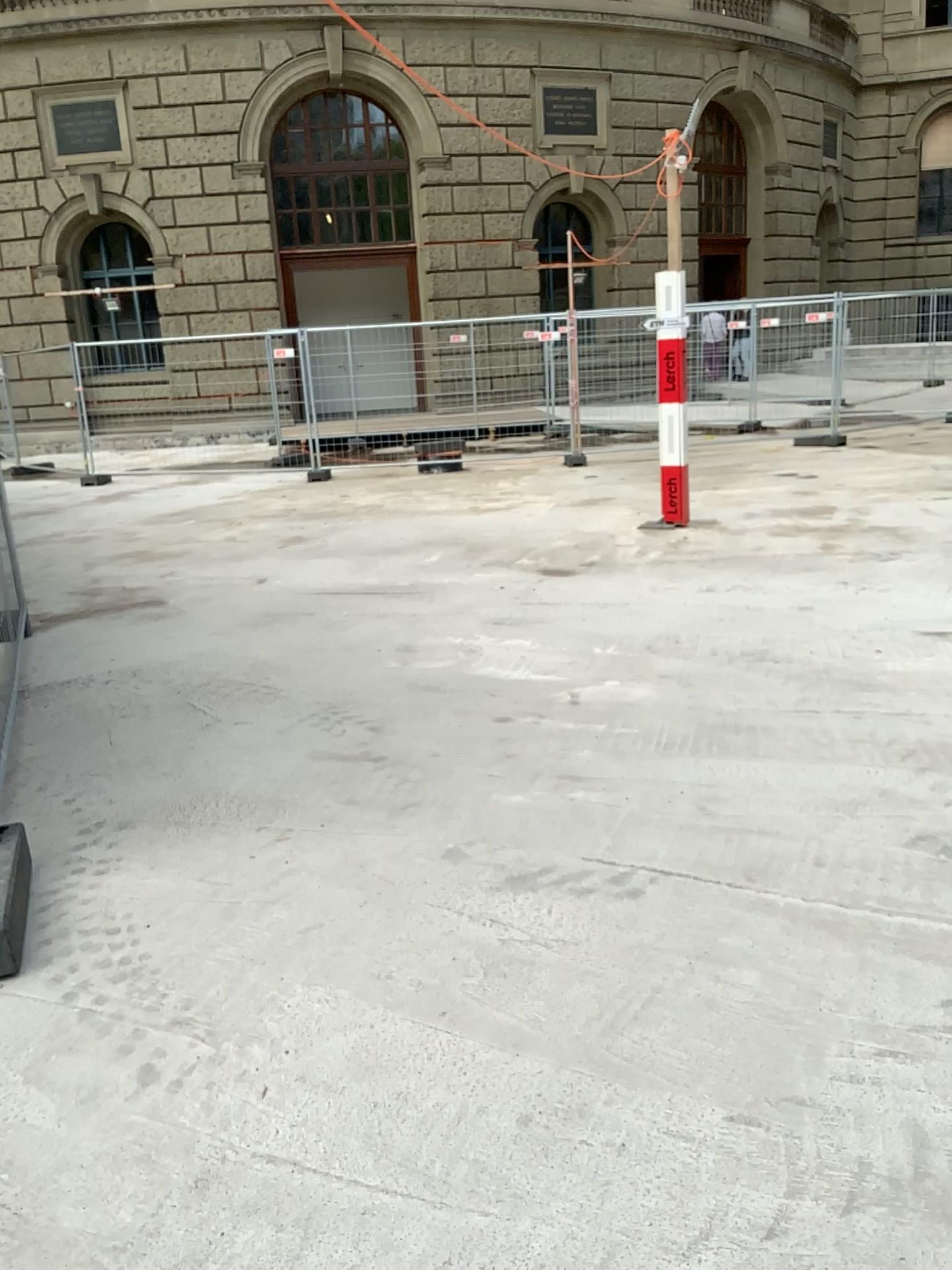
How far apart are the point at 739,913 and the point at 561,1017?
0.64m
